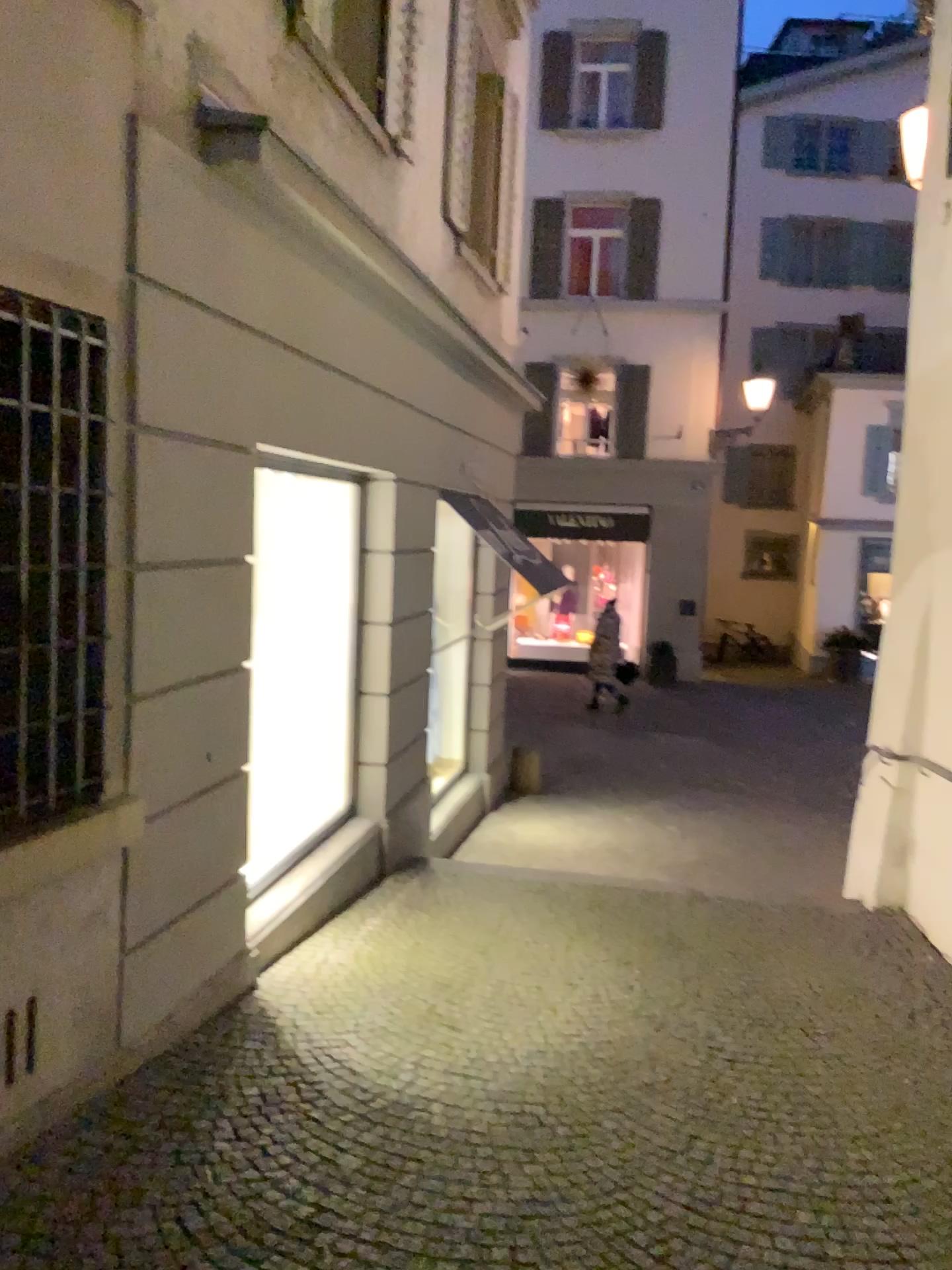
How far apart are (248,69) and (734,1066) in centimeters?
389cm
